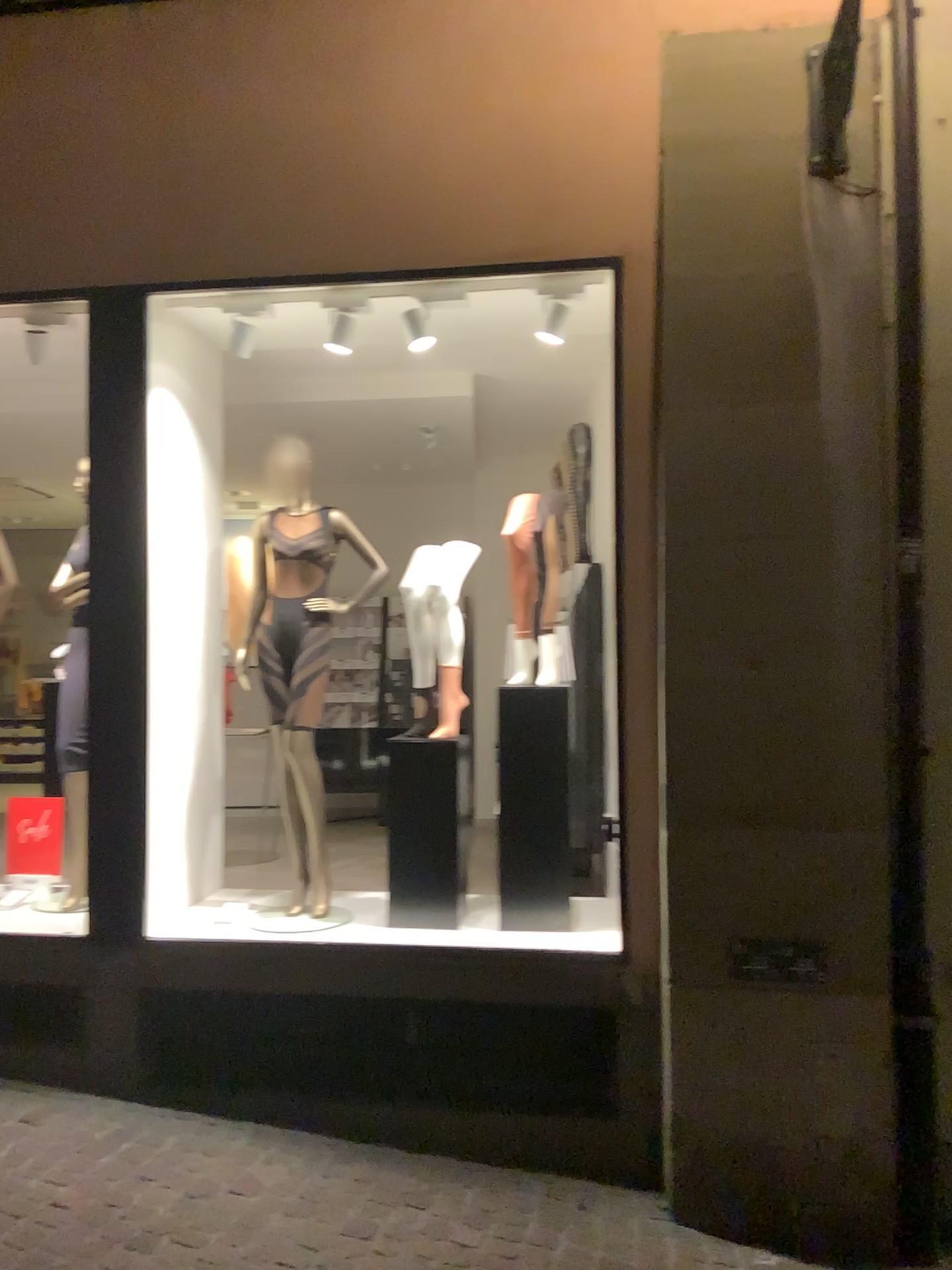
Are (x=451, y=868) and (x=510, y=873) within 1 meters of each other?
yes

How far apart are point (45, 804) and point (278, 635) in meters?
1.3

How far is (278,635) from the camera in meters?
4.1 m

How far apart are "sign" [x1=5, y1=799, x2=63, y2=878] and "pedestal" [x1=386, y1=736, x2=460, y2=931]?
1.6m

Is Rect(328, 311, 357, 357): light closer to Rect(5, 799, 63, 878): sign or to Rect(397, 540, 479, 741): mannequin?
Rect(397, 540, 479, 741): mannequin

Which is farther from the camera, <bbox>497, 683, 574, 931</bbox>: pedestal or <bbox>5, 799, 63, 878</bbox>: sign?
A: <bbox>5, 799, 63, 878</bbox>: sign

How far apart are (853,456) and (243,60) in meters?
2.6

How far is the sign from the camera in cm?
449

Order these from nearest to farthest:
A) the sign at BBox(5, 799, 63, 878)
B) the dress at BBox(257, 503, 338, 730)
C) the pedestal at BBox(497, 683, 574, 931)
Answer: the pedestal at BBox(497, 683, 574, 931) → the dress at BBox(257, 503, 338, 730) → the sign at BBox(5, 799, 63, 878)

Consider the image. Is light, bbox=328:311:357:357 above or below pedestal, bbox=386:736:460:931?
above
